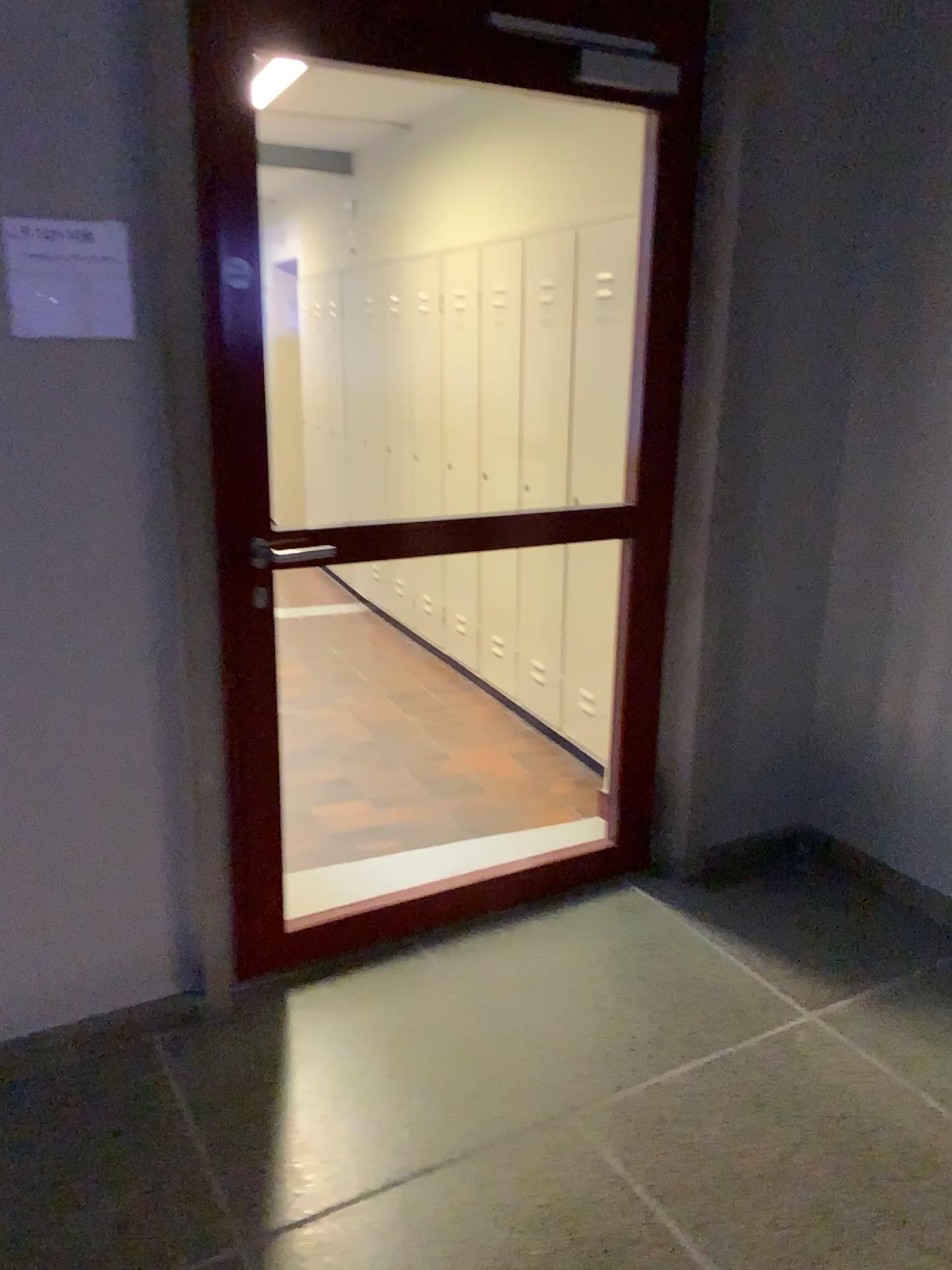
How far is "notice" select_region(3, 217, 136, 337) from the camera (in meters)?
1.89

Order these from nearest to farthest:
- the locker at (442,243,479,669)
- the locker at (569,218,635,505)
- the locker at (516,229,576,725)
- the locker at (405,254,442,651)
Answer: the locker at (569,218,635,505) → the locker at (516,229,576,725) → the locker at (442,243,479,669) → the locker at (405,254,442,651)

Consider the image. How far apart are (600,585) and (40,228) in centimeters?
230cm

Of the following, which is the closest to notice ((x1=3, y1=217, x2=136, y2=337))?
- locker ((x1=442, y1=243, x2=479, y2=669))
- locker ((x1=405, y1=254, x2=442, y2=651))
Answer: locker ((x1=442, y1=243, x2=479, y2=669))

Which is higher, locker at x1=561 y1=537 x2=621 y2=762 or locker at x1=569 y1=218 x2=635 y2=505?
locker at x1=569 y1=218 x2=635 y2=505

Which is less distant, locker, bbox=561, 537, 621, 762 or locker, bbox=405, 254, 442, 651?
locker, bbox=561, 537, 621, 762

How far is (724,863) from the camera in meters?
Result: 3.1 m

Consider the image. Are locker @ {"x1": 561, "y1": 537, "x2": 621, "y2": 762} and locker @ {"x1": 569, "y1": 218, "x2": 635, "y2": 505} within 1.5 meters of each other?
yes

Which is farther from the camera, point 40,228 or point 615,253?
point 615,253

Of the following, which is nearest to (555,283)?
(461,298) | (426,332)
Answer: (461,298)
